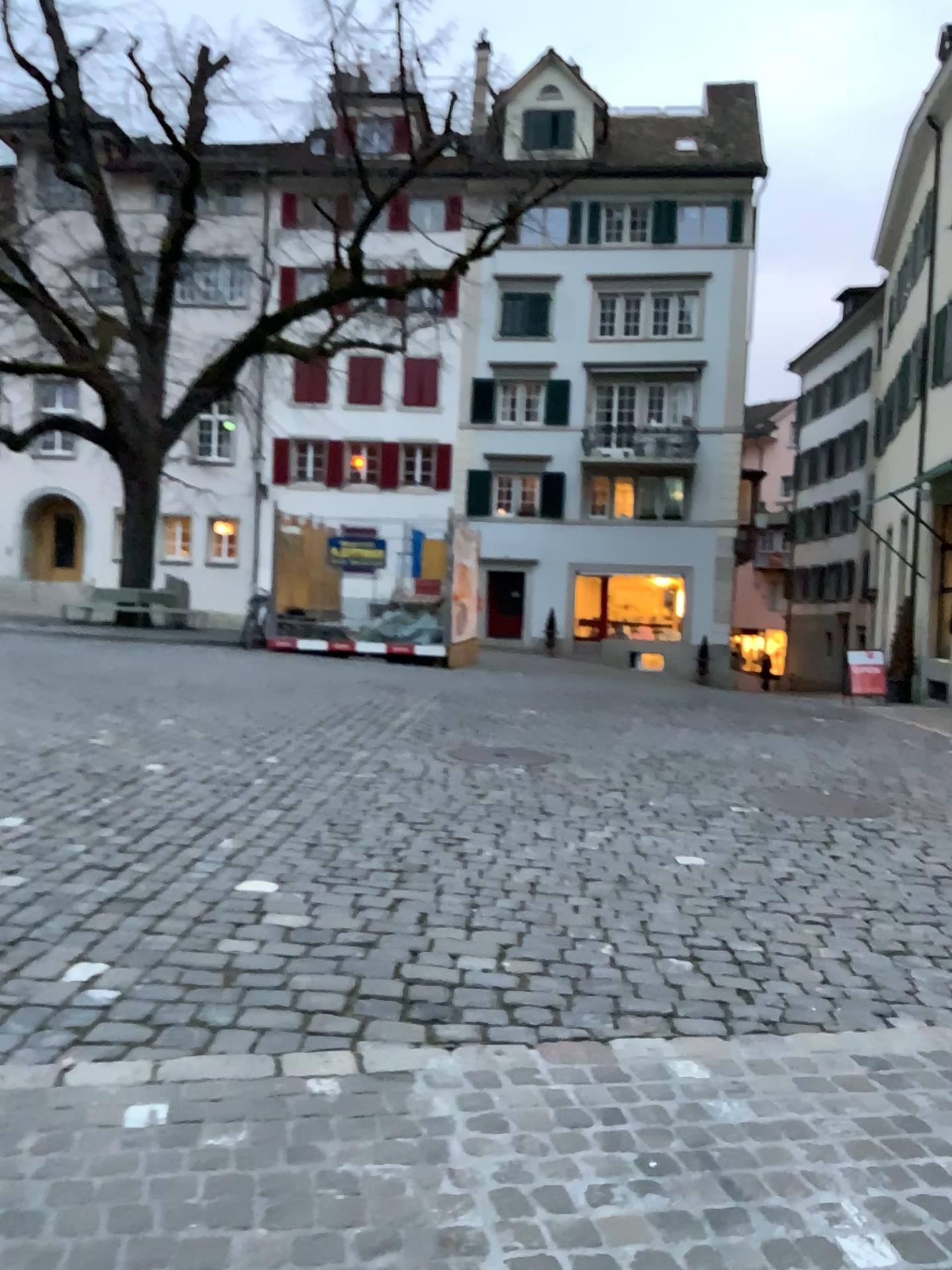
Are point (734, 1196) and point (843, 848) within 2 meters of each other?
no
